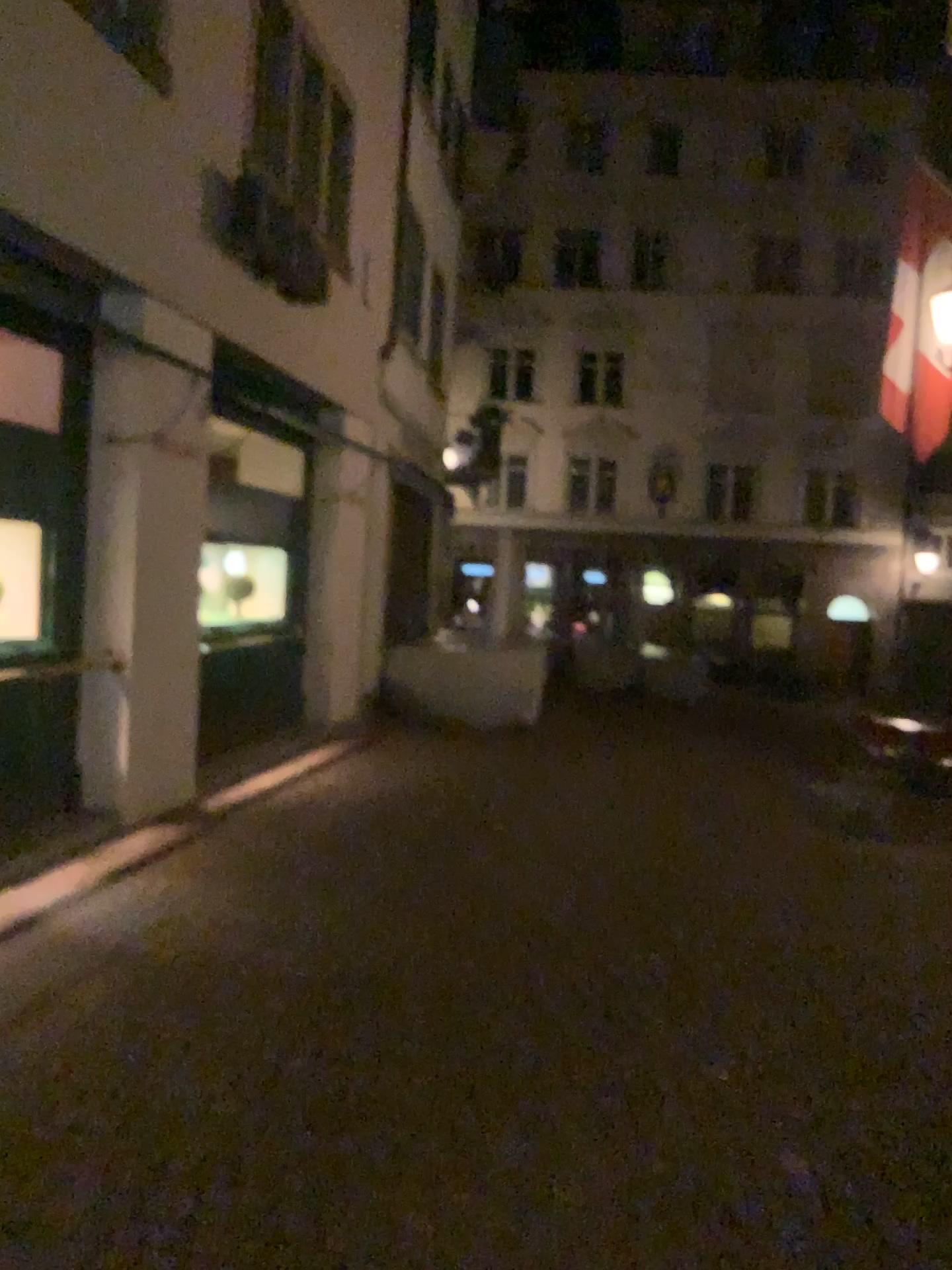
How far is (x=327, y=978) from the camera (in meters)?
4.28
